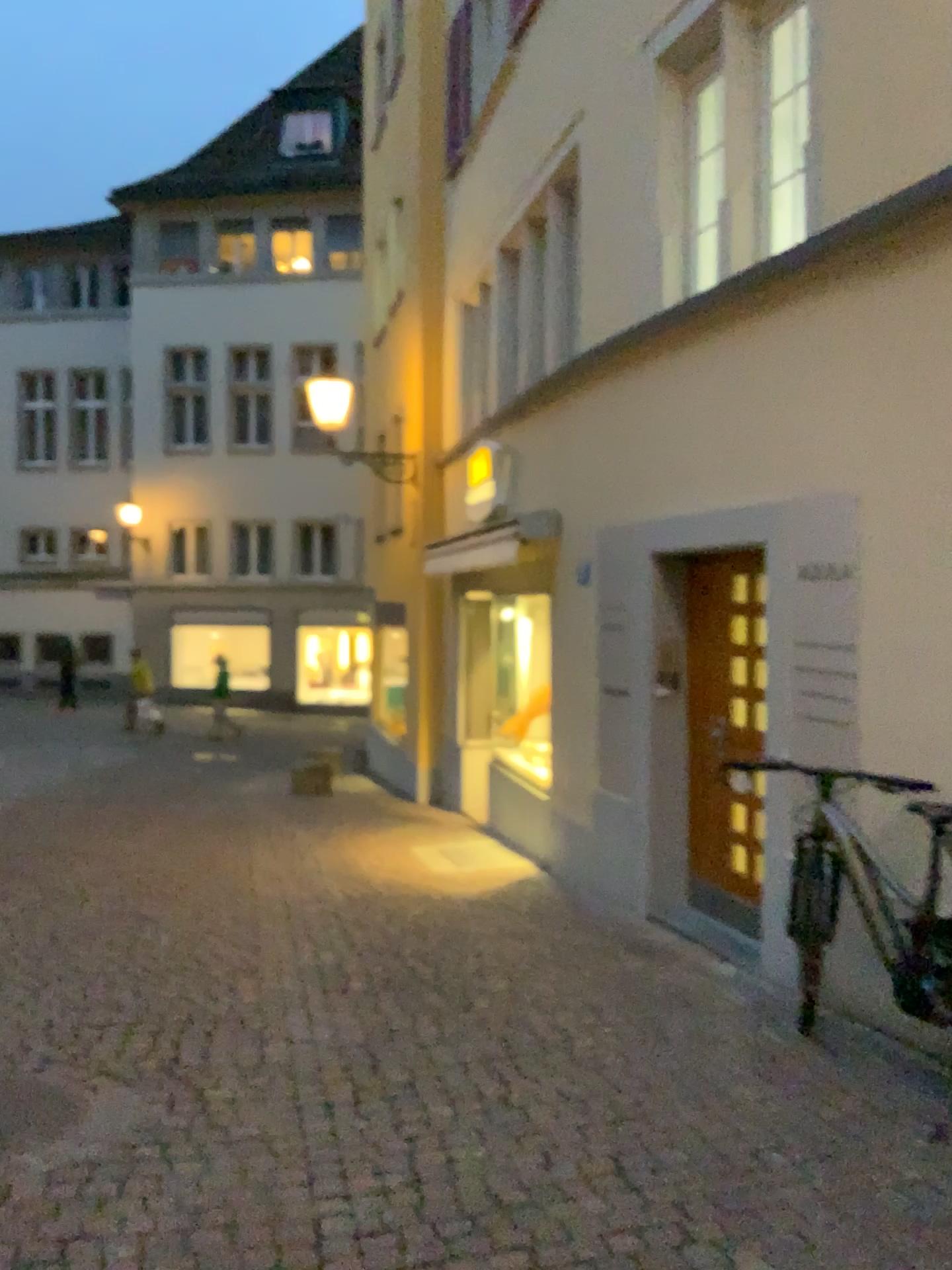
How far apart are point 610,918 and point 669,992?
1.3 meters
